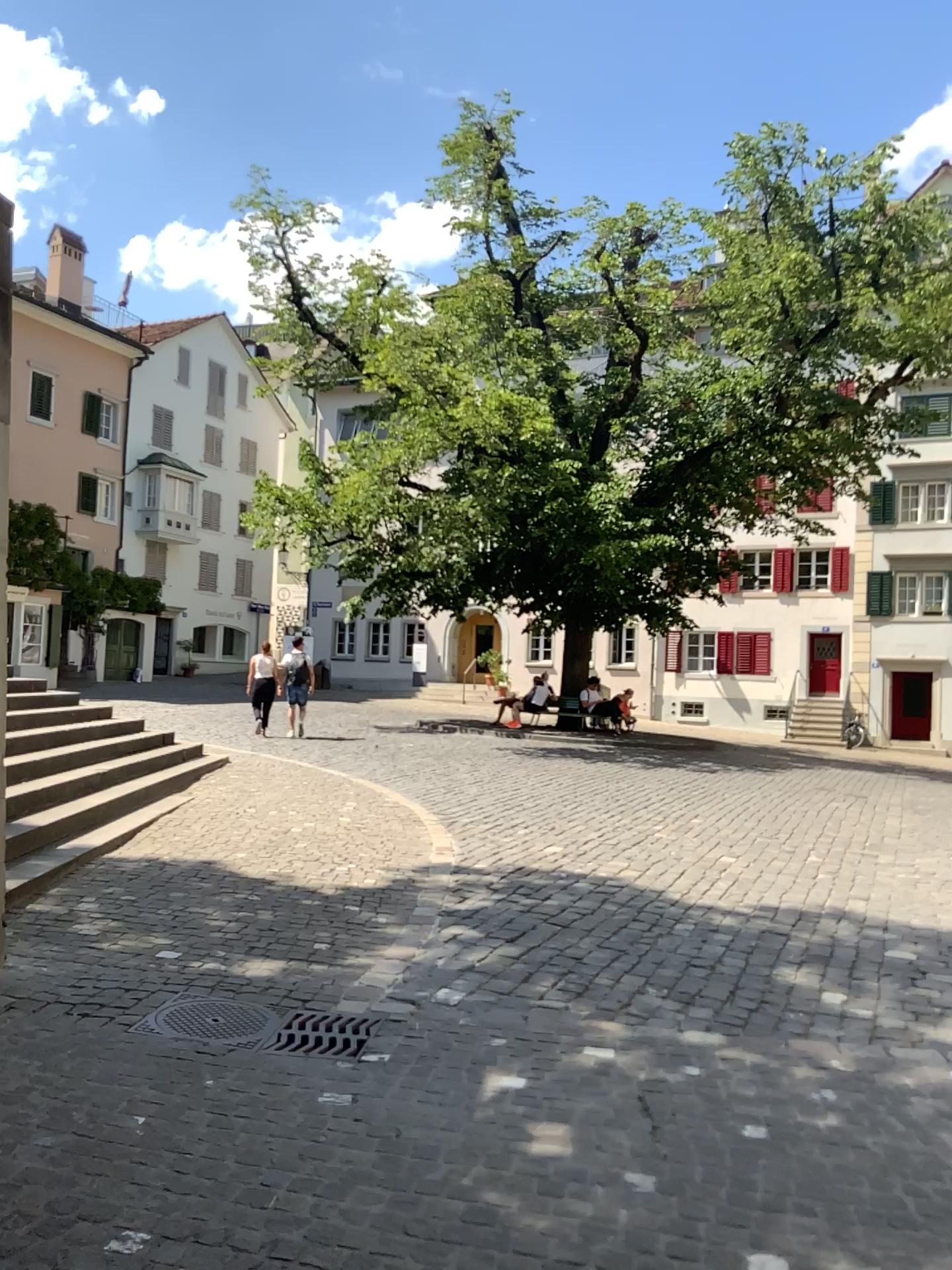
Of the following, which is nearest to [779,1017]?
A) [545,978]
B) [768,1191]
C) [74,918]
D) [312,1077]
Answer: [545,978]
